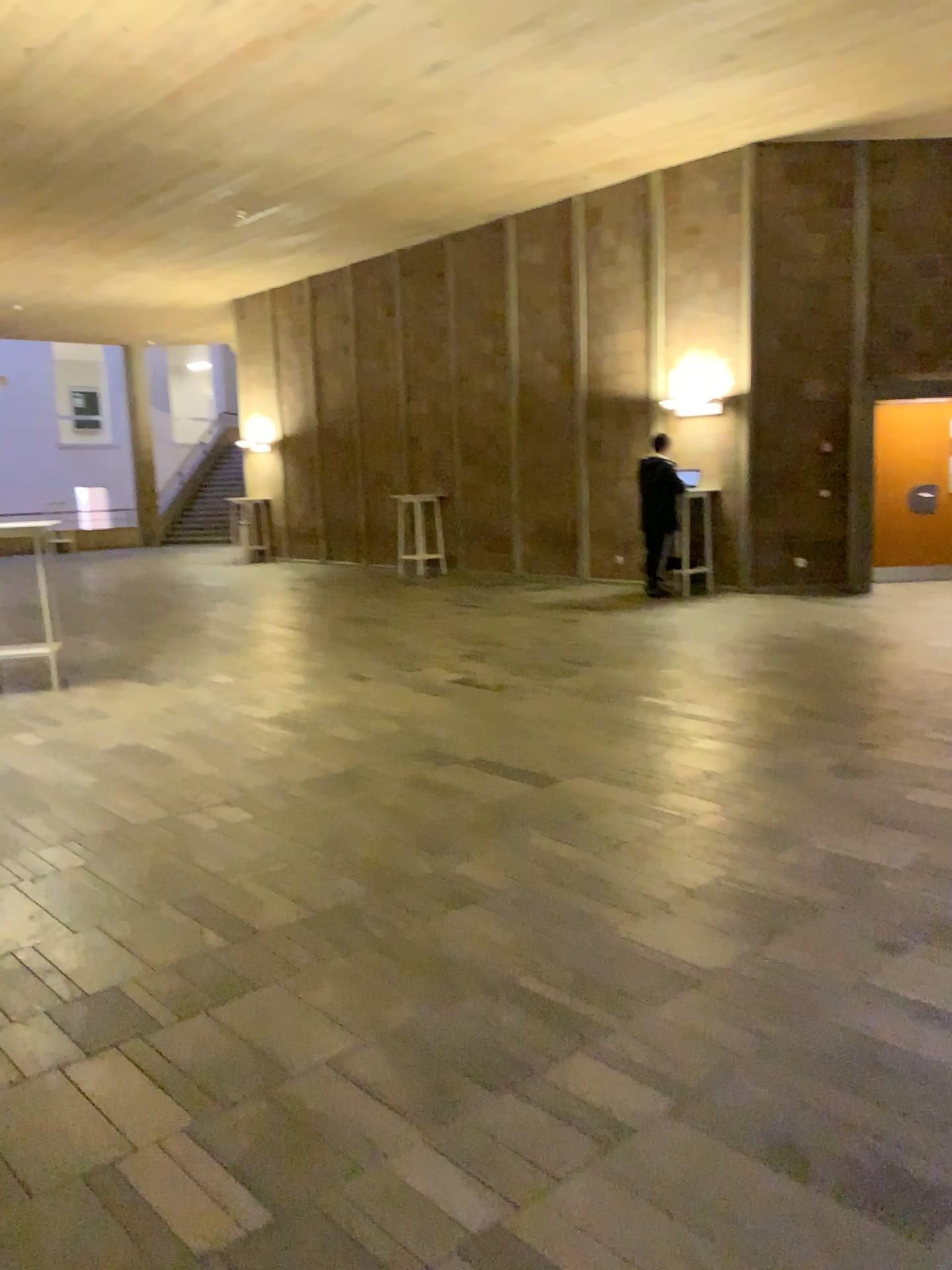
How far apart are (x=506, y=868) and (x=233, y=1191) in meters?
1.8 m
